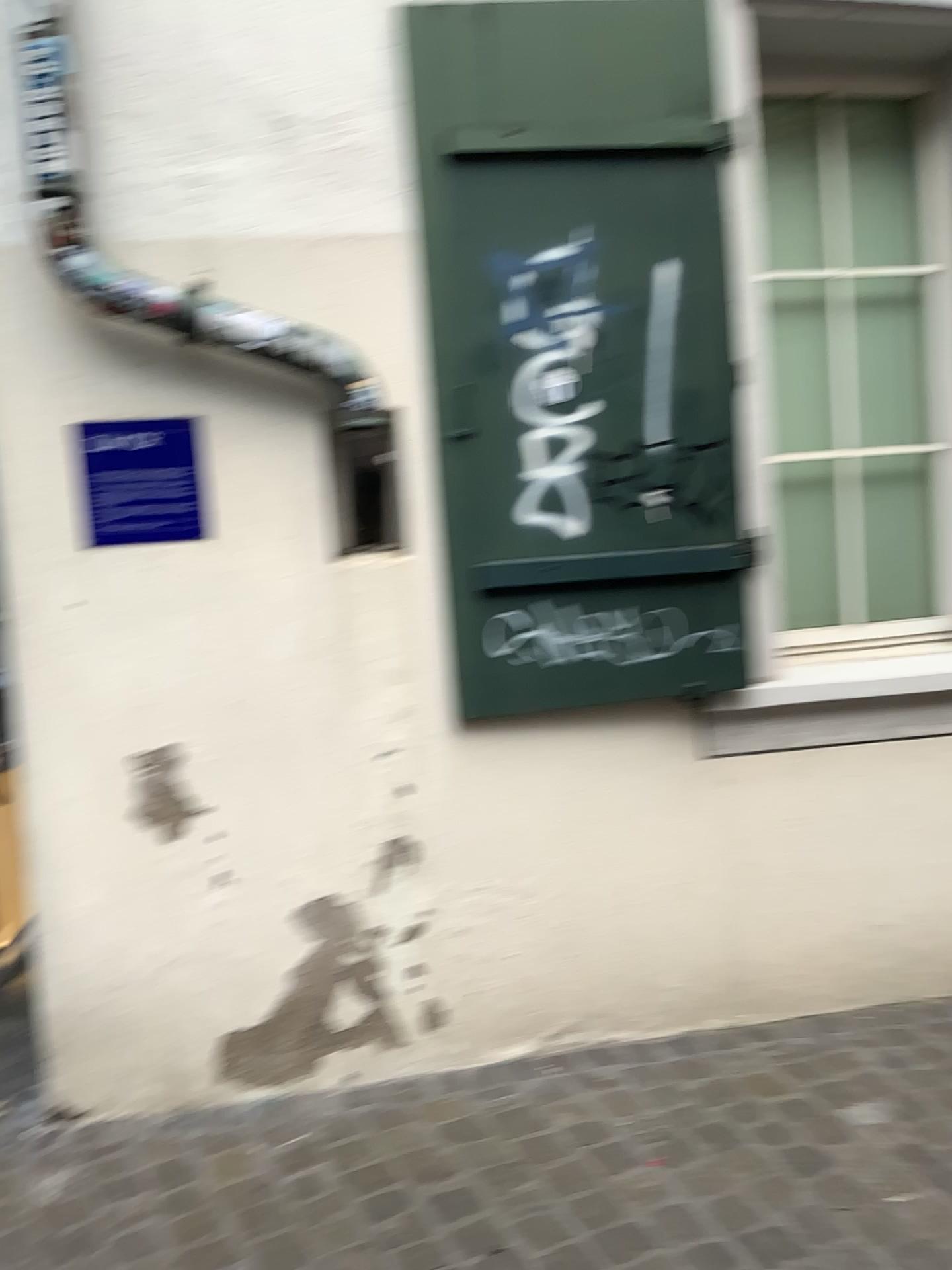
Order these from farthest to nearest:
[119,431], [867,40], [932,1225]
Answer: [867,40], [119,431], [932,1225]

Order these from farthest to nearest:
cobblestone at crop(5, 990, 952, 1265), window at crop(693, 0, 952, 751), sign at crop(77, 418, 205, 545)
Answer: window at crop(693, 0, 952, 751), sign at crop(77, 418, 205, 545), cobblestone at crop(5, 990, 952, 1265)

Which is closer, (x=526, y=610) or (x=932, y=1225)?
(x=932, y=1225)

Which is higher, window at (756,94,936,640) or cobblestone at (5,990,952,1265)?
window at (756,94,936,640)

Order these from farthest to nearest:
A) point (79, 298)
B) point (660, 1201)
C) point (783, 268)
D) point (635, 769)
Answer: point (783, 268) < point (635, 769) < point (79, 298) < point (660, 1201)

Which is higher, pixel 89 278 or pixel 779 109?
pixel 779 109

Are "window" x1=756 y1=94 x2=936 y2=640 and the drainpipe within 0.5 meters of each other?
no

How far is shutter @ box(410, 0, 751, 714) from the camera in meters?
2.5

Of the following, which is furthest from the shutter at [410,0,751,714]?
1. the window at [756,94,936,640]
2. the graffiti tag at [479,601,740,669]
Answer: the window at [756,94,936,640]

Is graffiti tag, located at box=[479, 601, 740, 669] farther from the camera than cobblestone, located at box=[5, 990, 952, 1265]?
Yes
